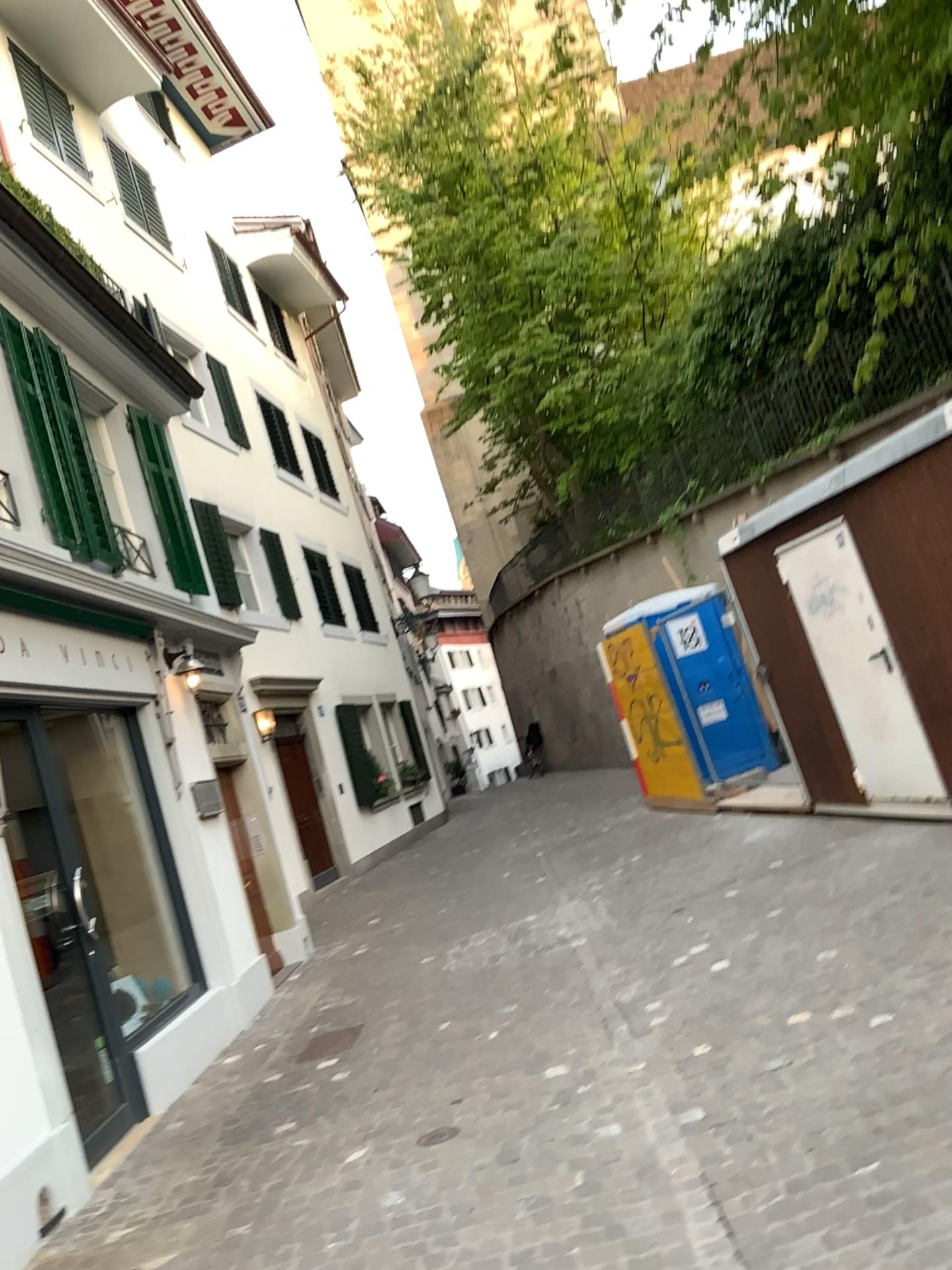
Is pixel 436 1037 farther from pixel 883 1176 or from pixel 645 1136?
pixel 883 1176
